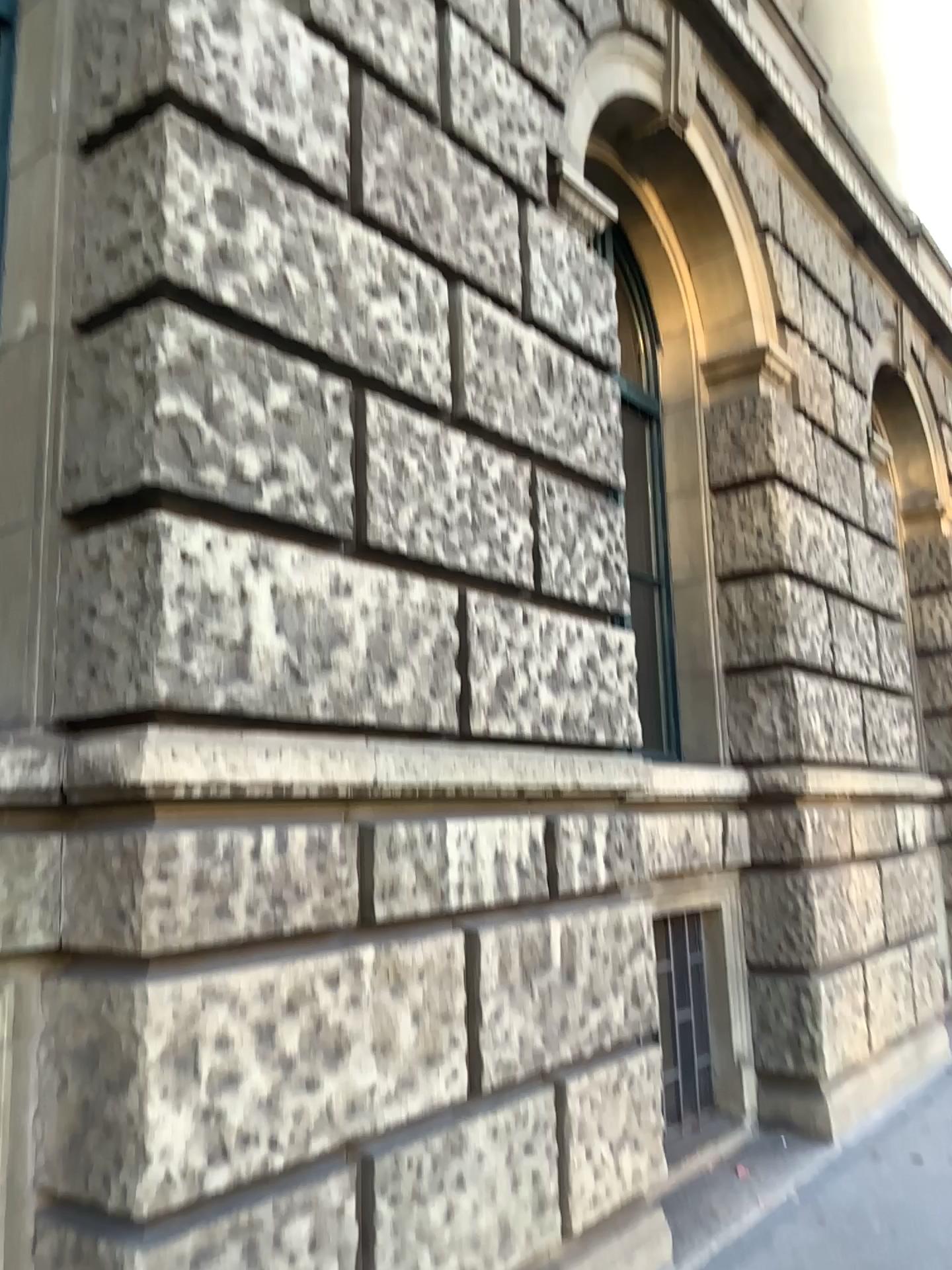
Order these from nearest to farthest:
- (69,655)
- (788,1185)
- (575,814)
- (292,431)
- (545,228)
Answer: (69,655) → (292,431) → (575,814) → (545,228) → (788,1185)
